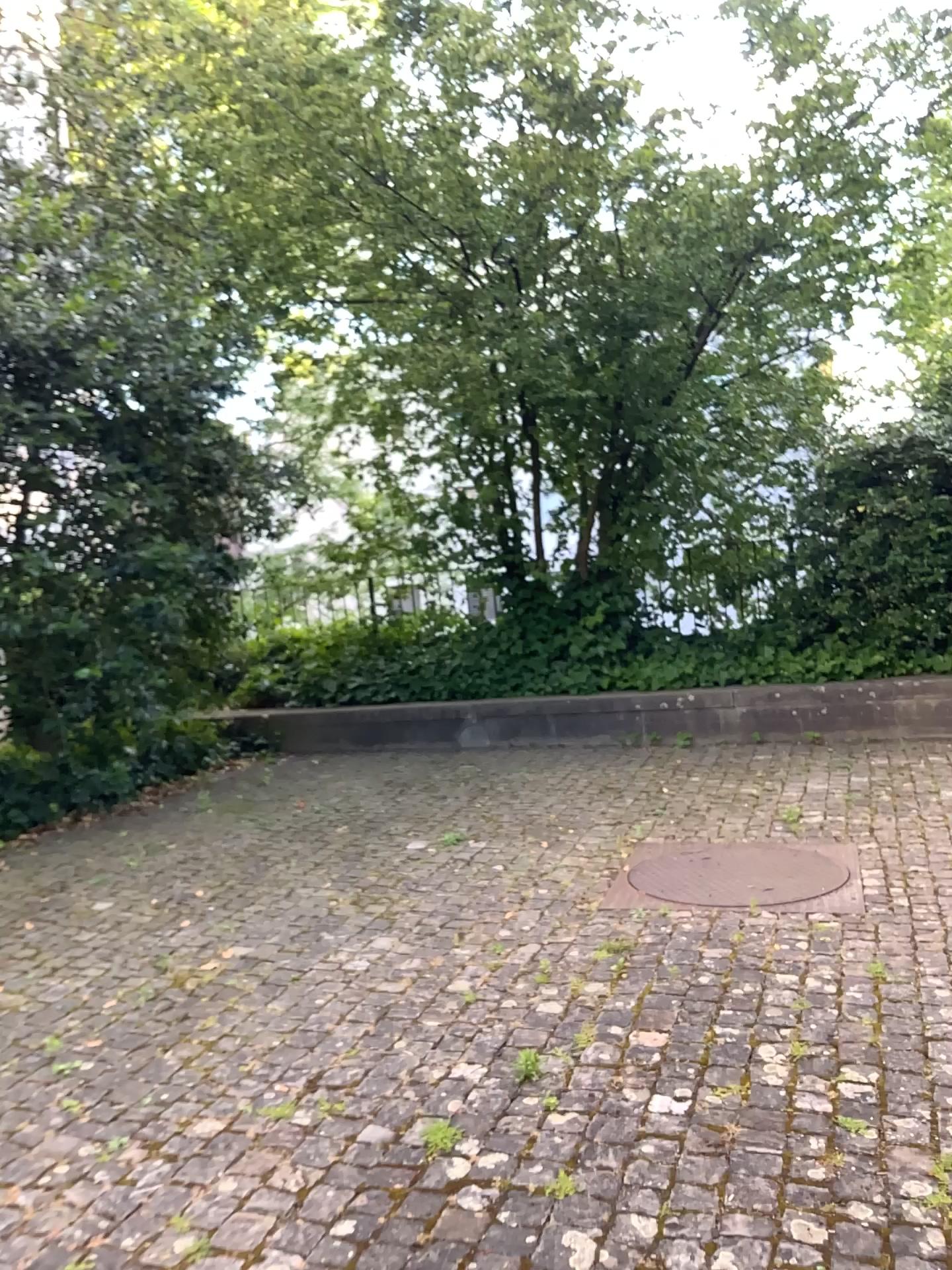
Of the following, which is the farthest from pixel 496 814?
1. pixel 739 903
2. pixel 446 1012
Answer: pixel 446 1012
